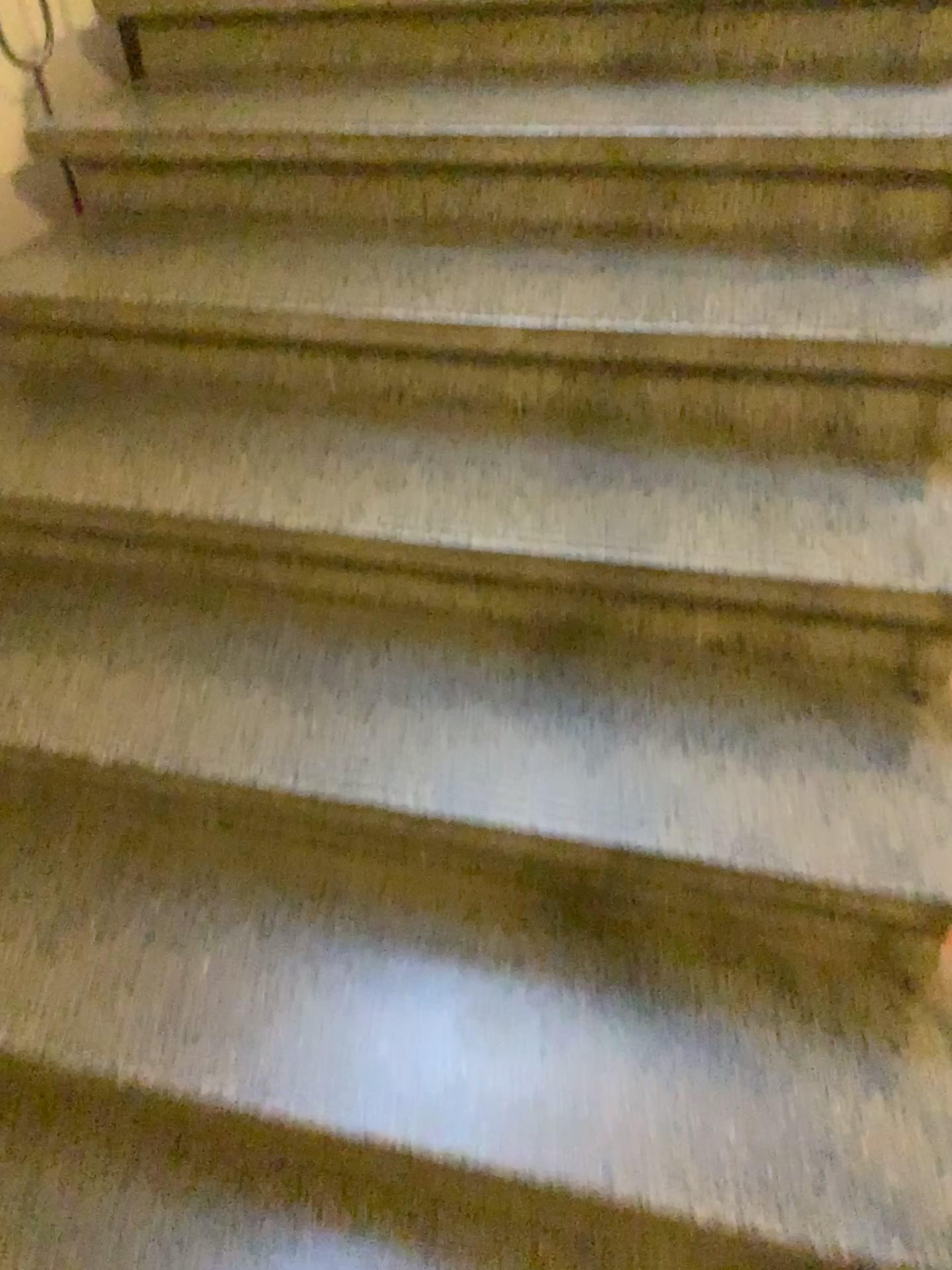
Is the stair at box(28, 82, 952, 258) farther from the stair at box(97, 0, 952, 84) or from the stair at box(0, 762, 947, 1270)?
the stair at box(0, 762, 947, 1270)

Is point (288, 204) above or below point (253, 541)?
above

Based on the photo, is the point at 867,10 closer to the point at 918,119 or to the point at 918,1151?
the point at 918,119

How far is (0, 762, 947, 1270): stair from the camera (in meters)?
1.05

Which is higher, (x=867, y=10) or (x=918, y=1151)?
(x=867, y=10)

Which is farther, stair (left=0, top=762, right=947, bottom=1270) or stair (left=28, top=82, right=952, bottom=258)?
stair (left=28, top=82, right=952, bottom=258)

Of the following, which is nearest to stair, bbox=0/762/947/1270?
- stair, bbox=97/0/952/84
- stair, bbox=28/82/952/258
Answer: stair, bbox=28/82/952/258

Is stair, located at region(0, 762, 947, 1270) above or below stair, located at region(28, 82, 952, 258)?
below

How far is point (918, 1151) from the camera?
1.0m

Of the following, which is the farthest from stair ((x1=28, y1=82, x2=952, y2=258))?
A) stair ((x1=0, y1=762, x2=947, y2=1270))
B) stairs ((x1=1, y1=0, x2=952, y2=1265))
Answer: stair ((x1=0, y1=762, x2=947, y2=1270))
